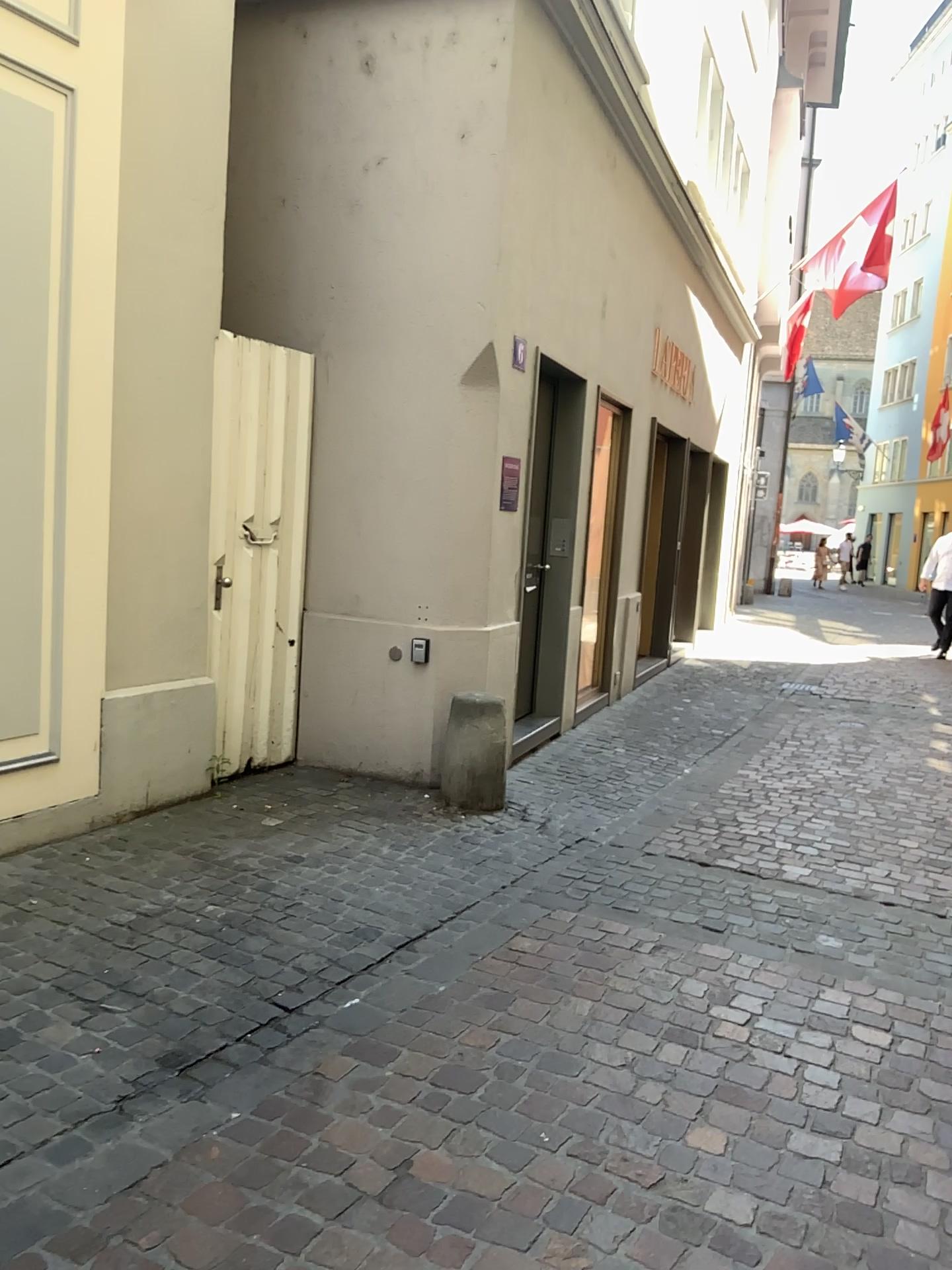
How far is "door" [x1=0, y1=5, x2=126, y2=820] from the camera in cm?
380

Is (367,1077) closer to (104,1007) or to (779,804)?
(104,1007)

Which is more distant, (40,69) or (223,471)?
(223,471)

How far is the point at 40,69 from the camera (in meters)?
3.80

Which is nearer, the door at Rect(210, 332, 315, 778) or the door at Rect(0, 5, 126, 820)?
the door at Rect(0, 5, 126, 820)

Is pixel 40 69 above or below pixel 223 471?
above
